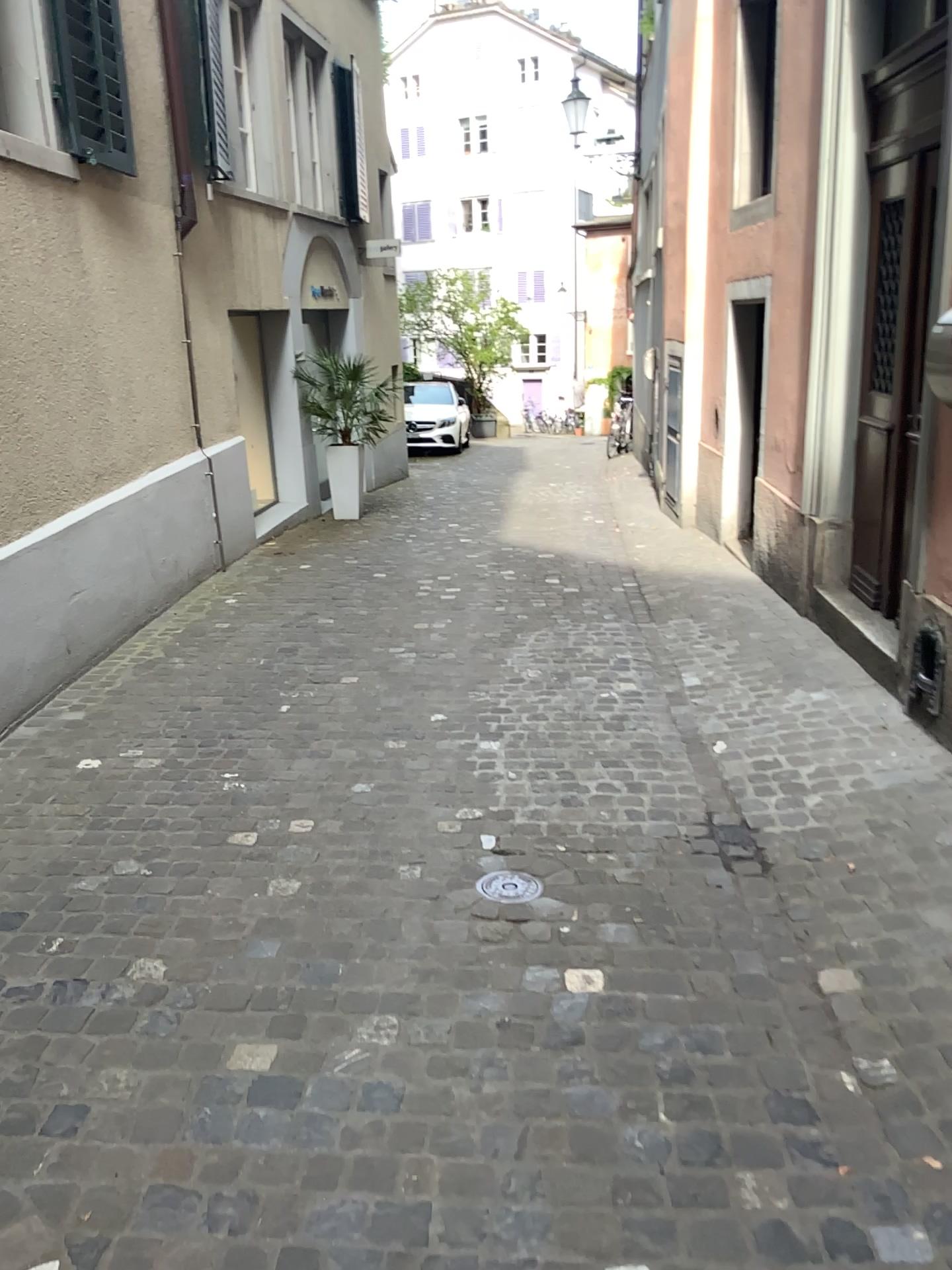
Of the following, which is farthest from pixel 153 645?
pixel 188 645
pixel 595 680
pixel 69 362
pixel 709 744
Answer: pixel 709 744
